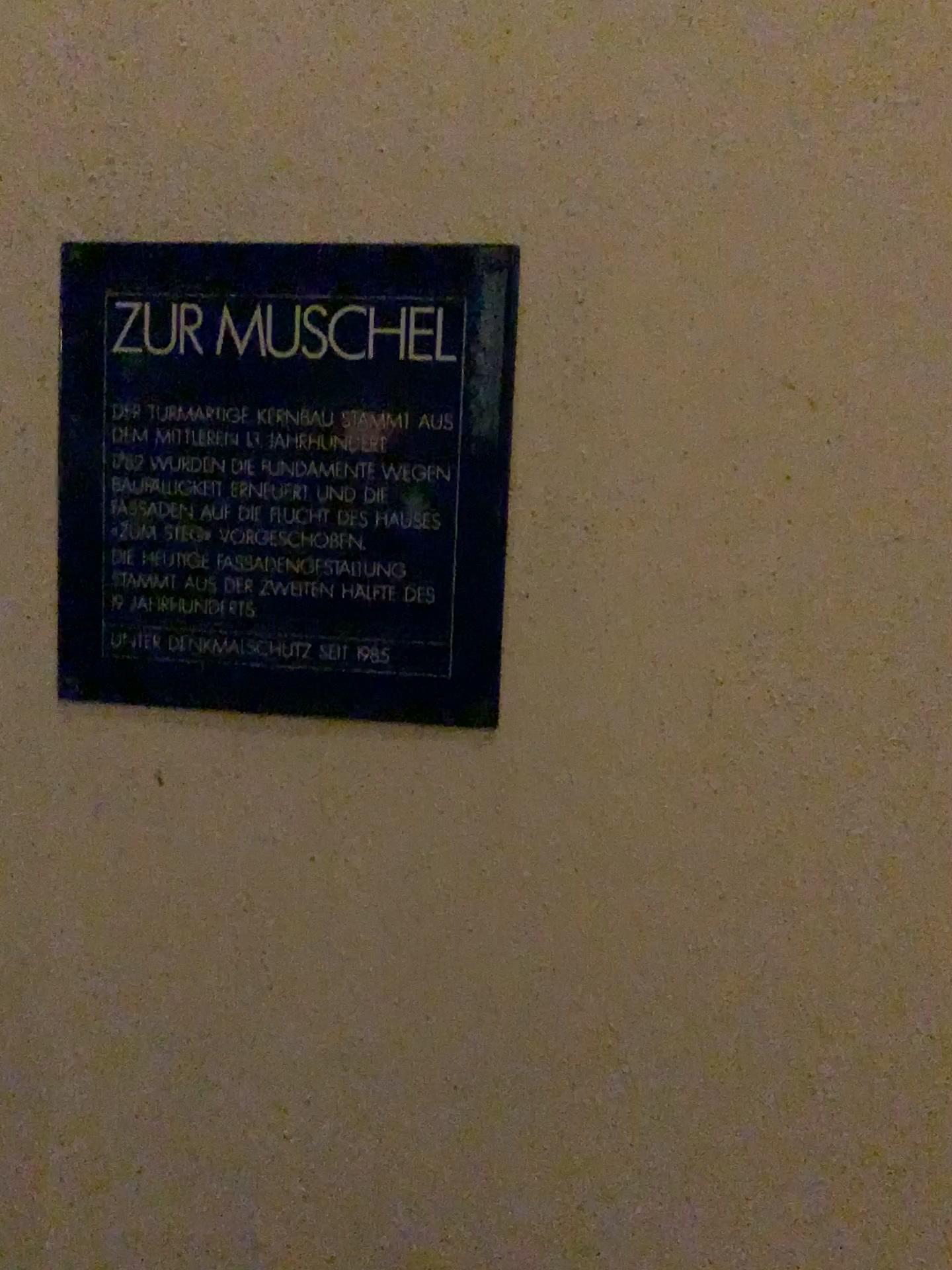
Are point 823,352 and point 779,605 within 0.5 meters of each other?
yes

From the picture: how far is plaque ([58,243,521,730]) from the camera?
0.62m

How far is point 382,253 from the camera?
0.6m
